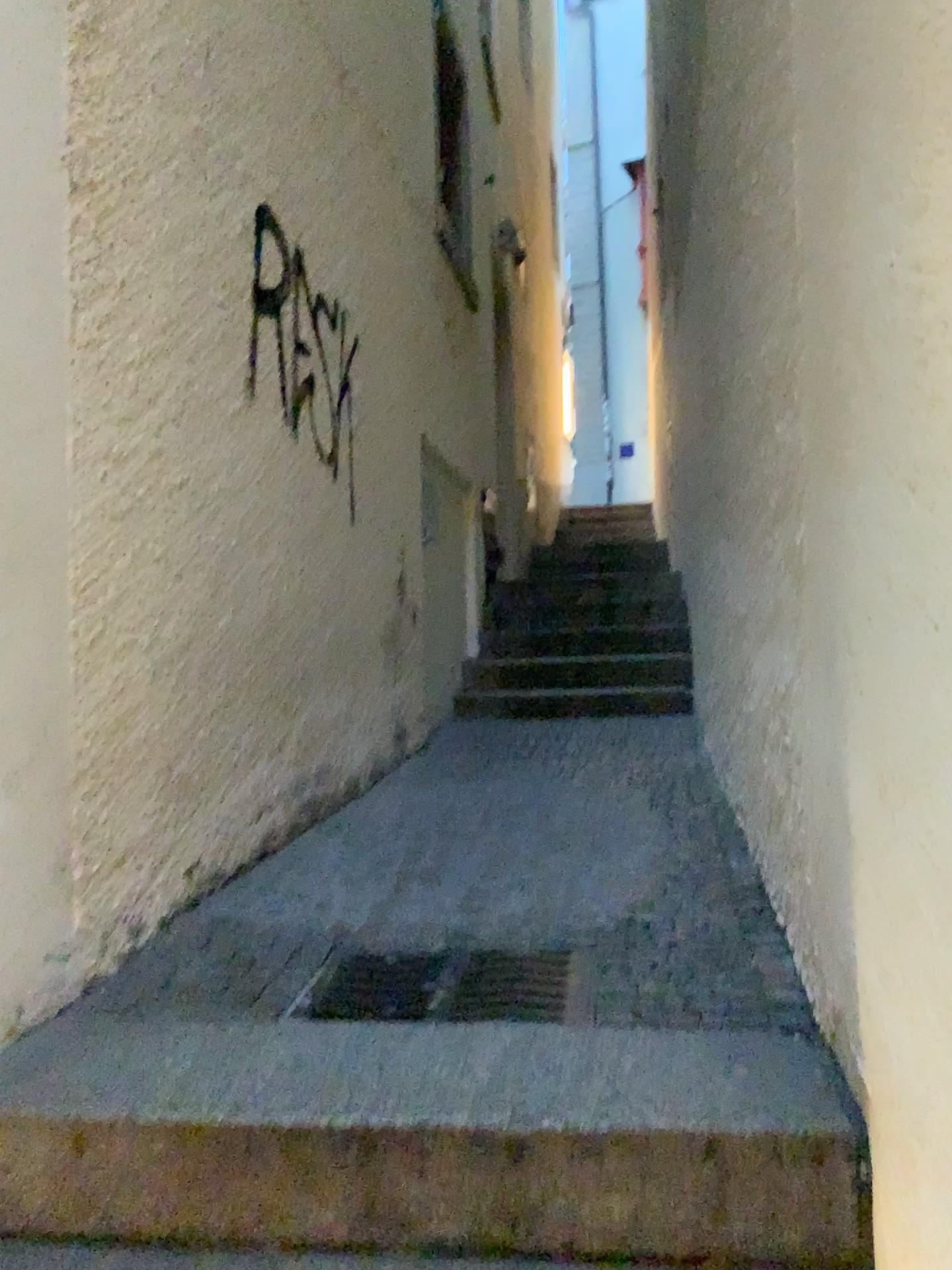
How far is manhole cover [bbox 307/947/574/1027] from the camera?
1.9 meters

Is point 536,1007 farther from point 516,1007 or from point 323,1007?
point 323,1007

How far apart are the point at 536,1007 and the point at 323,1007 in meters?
0.4

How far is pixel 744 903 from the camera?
2.4 meters

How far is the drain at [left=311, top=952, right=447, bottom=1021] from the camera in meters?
1.9 m

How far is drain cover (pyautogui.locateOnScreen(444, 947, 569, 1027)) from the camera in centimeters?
189cm

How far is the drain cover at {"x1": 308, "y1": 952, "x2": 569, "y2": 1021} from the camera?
1.9 meters

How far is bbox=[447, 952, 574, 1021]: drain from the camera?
1.89m

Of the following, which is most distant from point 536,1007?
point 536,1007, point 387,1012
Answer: point 387,1012
